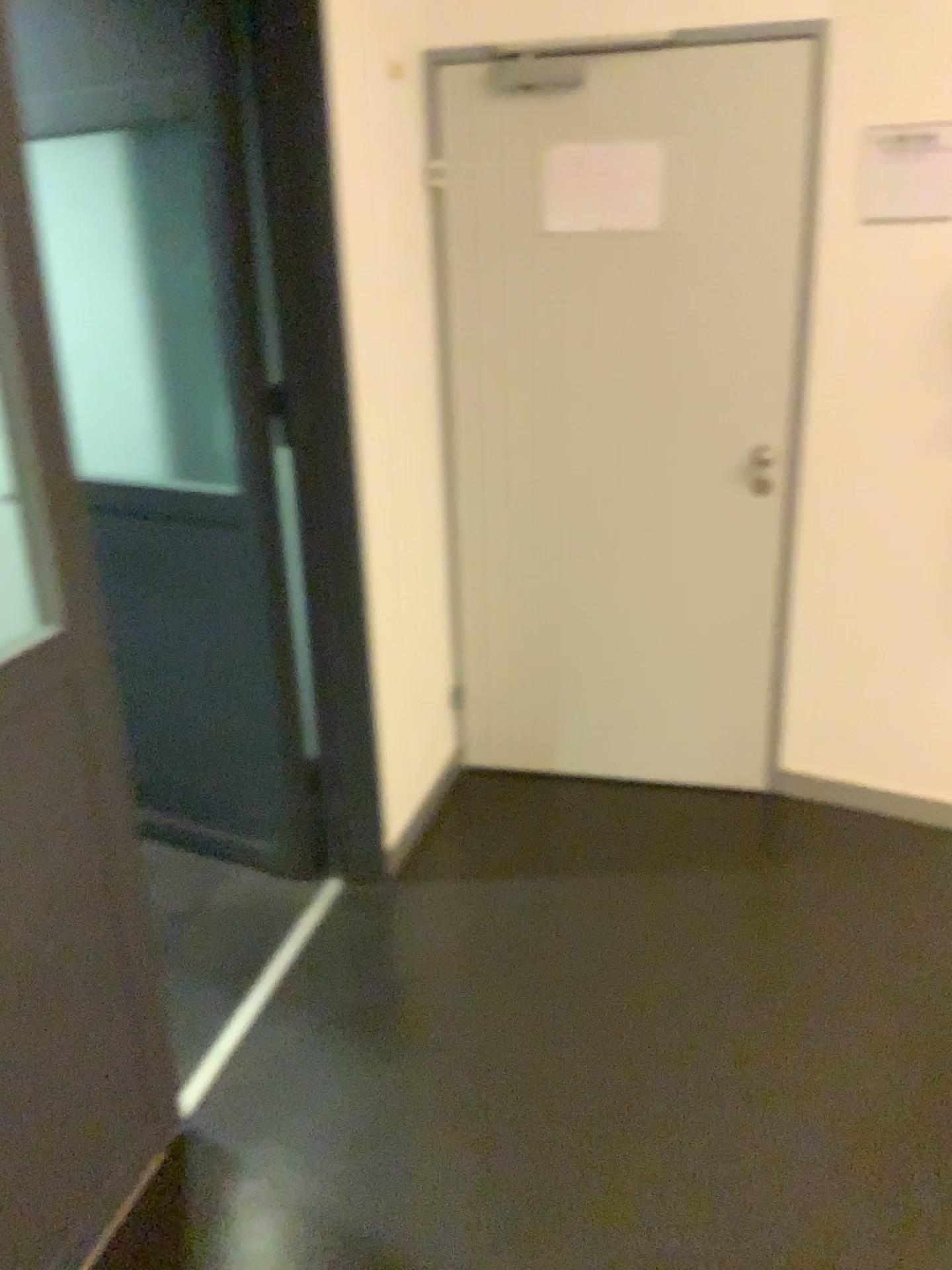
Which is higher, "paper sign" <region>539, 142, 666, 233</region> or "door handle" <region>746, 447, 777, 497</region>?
"paper sign" <region>539, 142, 666, 233</region>

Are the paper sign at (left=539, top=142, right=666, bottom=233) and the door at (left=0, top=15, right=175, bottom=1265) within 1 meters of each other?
no

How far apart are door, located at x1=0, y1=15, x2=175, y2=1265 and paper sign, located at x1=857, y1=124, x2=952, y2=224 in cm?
198

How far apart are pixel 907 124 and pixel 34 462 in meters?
2.1

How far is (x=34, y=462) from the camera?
1.60m

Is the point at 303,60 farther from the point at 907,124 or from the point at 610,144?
the point at 907,124

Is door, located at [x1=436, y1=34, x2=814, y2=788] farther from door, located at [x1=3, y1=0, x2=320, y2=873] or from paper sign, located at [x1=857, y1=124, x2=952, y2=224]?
door, located at [x1=3, y1=0, x2=320, y2=873]

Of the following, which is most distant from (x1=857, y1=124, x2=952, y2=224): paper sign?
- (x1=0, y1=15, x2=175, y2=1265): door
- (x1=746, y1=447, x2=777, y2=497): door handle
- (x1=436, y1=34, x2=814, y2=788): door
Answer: (x1=0, y1=15, x2=175, y2=1265): door

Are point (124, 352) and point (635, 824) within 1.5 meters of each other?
no

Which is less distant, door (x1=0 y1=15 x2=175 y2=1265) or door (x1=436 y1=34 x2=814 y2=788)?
door (x1=0 y1=15 x2=175 y2=1265)
